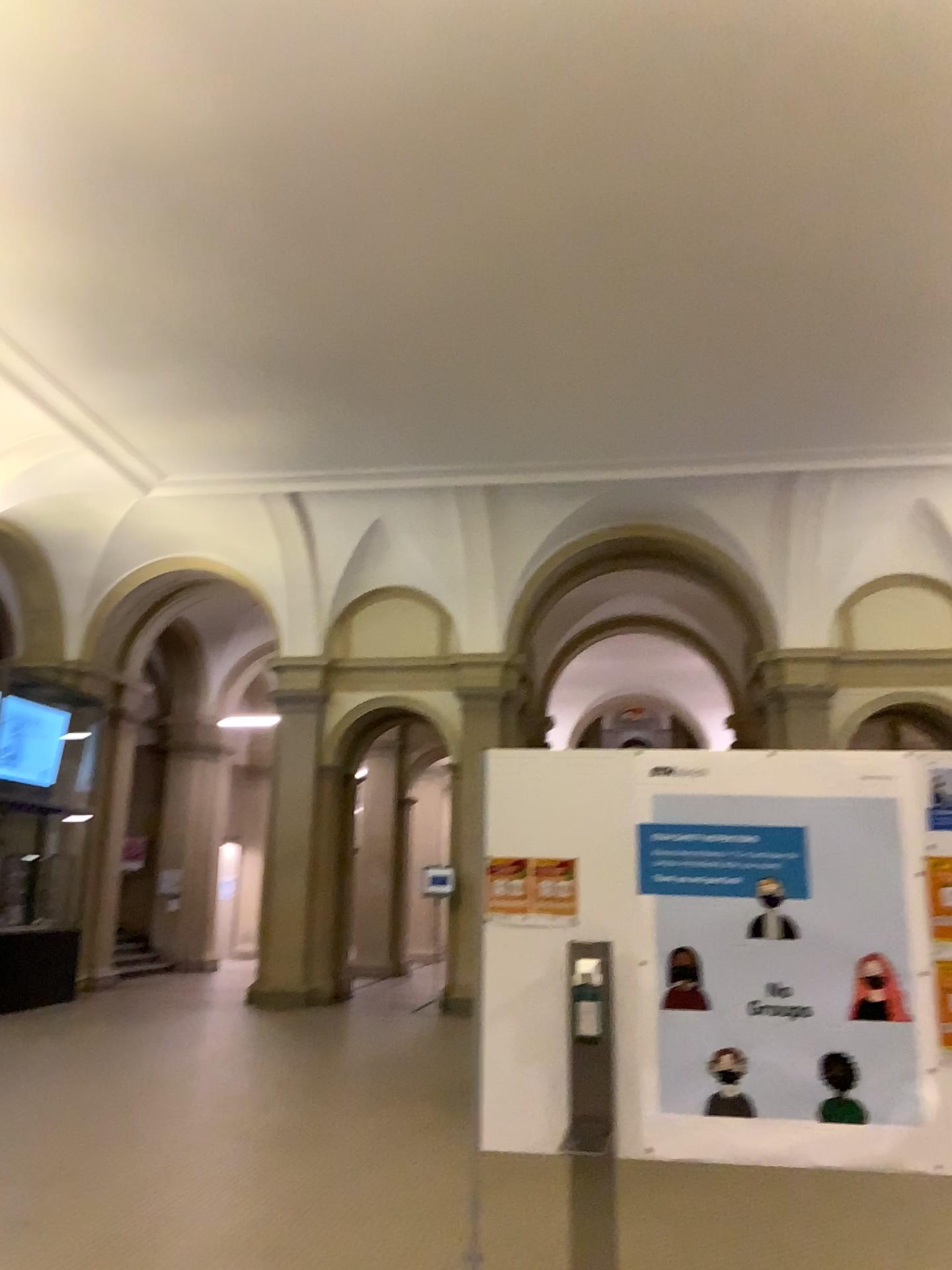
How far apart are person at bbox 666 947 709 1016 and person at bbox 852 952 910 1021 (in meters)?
0.45

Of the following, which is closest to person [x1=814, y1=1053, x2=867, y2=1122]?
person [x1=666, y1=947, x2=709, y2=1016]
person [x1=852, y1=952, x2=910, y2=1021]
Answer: person [x1=852, y1=952, x2=910, y2=1021]

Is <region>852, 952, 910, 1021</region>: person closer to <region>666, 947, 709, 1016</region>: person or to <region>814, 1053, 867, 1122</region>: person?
<region>814, 1053, 867, 1122</region>: person

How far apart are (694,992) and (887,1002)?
0.55m

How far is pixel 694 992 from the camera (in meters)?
3.15

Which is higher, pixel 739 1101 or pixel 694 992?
pixel 694 992

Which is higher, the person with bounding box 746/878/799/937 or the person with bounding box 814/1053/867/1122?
the person with bounding box 746/878/799/937

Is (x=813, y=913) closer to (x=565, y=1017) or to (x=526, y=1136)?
(x=565, y=1017)

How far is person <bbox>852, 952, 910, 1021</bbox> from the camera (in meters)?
3.05
